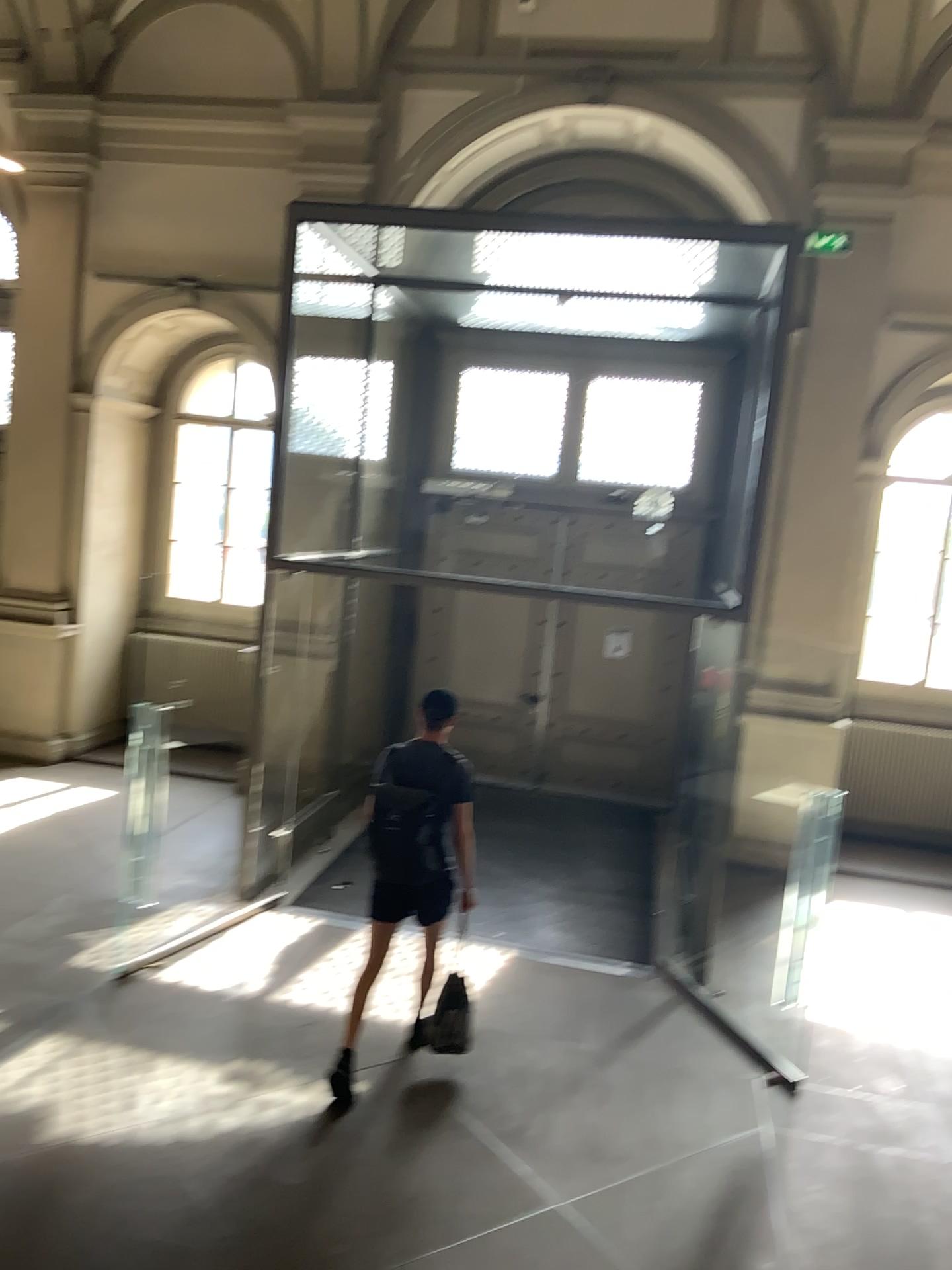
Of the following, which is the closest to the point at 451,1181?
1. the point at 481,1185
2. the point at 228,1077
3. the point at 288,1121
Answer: the point at 481,1185

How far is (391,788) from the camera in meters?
4.9 m

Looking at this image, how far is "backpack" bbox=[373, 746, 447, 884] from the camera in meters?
4.9 m

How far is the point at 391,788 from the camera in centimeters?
488cm

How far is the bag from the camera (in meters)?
4.88
